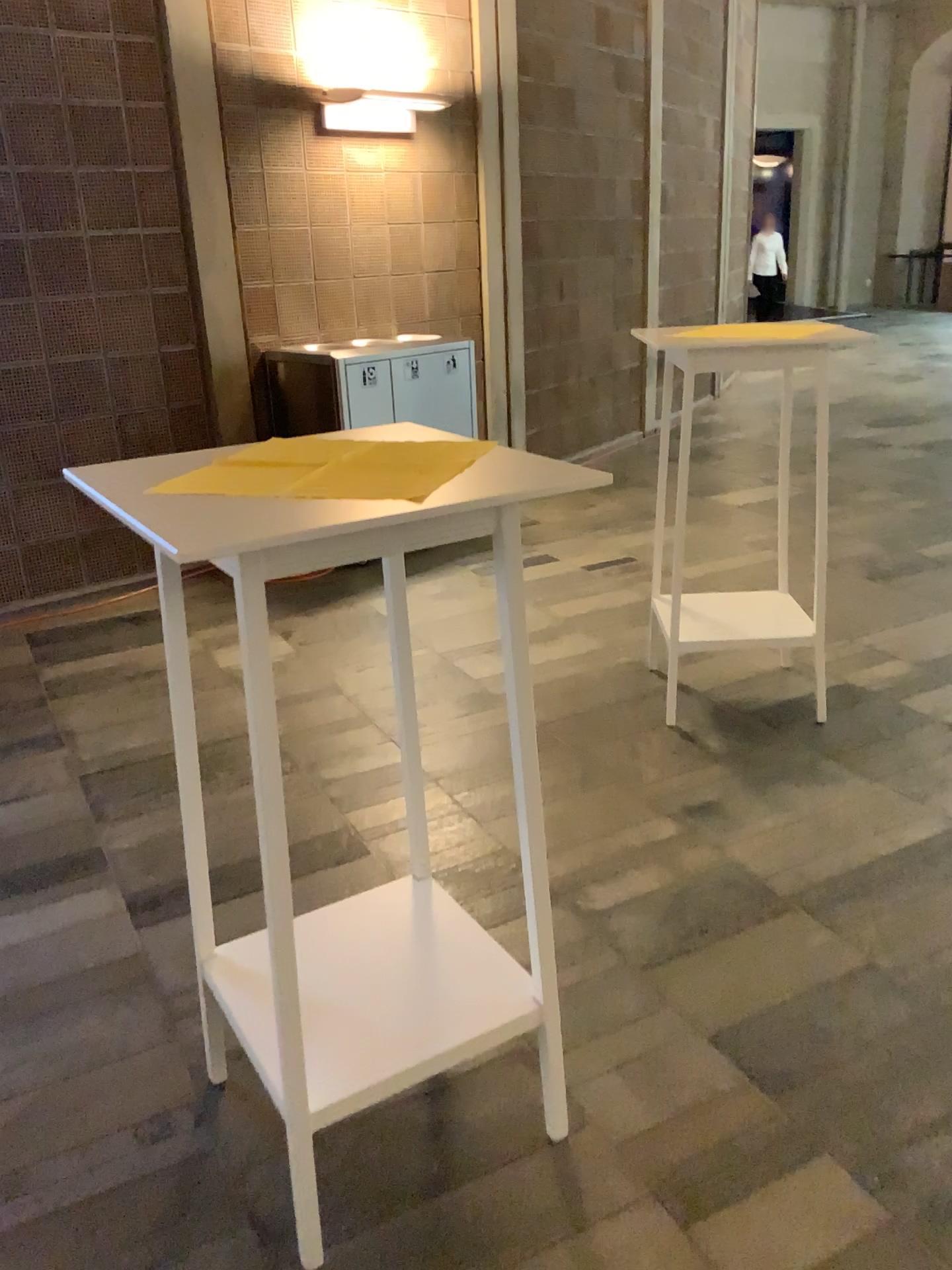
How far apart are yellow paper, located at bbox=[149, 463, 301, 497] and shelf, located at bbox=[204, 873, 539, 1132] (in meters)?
0.87

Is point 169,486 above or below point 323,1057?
above

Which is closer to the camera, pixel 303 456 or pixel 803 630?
pixel 303 456

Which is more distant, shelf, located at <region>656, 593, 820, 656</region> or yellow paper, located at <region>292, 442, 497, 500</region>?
shelf, located at <region>656, 593, 820, 656</region>

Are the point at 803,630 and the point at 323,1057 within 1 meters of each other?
no

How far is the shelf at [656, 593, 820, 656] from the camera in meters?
3.4

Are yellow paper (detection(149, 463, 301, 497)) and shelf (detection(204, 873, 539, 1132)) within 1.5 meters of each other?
yes

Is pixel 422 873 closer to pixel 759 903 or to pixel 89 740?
pixel 759 903

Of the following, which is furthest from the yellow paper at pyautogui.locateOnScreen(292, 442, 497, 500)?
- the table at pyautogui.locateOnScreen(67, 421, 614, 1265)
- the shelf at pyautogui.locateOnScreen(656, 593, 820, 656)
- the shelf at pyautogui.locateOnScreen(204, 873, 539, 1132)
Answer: the shelf at pyautogui.locateOnScreen(656, 593, 820, 656)

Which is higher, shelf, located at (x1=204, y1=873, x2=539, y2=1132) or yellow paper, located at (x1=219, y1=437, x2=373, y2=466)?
yellow paper, located at (x1=219, y1=437, x2=373, y2=466)
